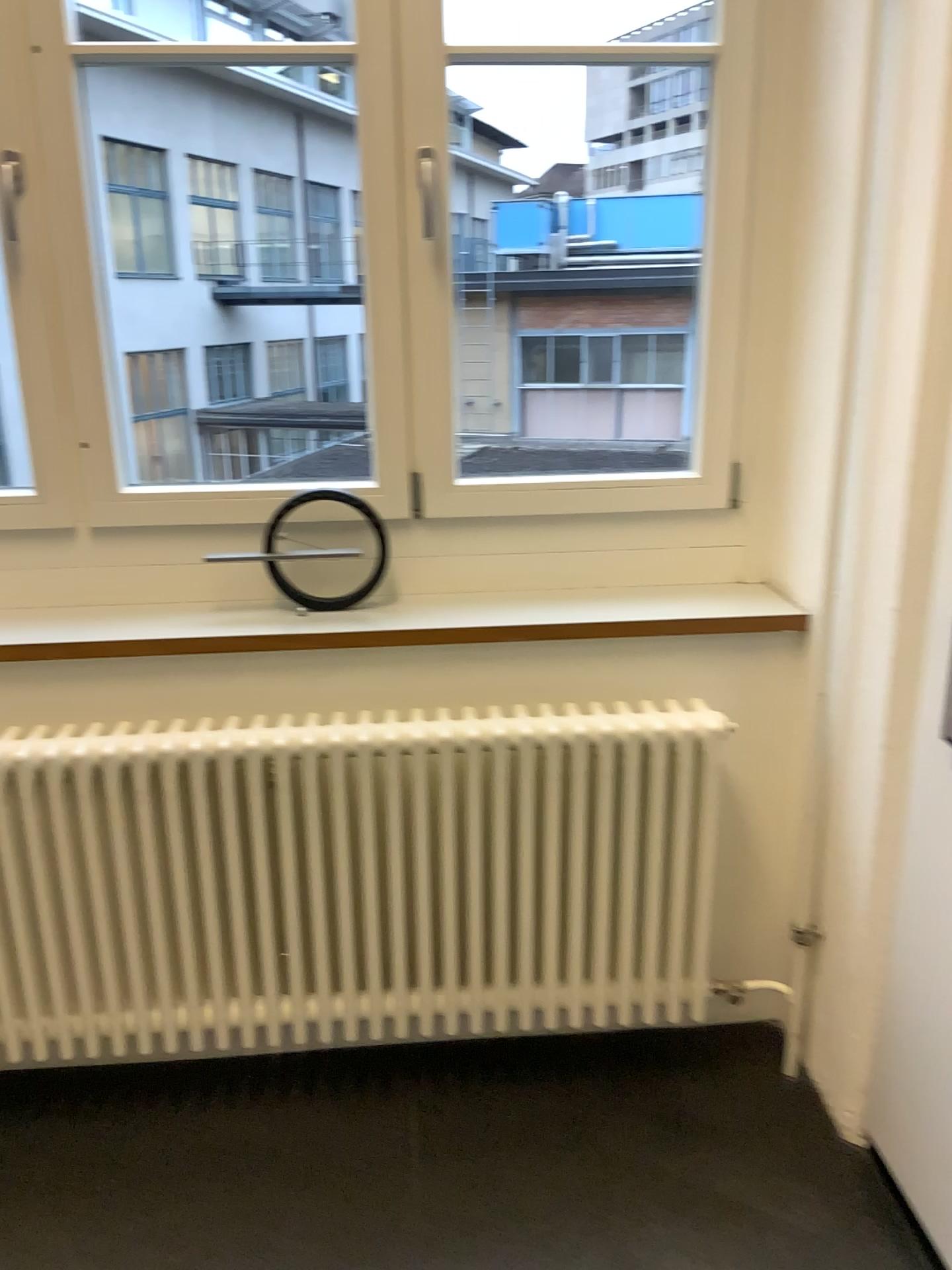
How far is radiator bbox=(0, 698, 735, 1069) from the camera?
1.77m

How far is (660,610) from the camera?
1.8m

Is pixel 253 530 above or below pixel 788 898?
above

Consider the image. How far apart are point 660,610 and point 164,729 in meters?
0.9

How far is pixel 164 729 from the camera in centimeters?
177cm

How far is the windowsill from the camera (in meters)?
1.84
